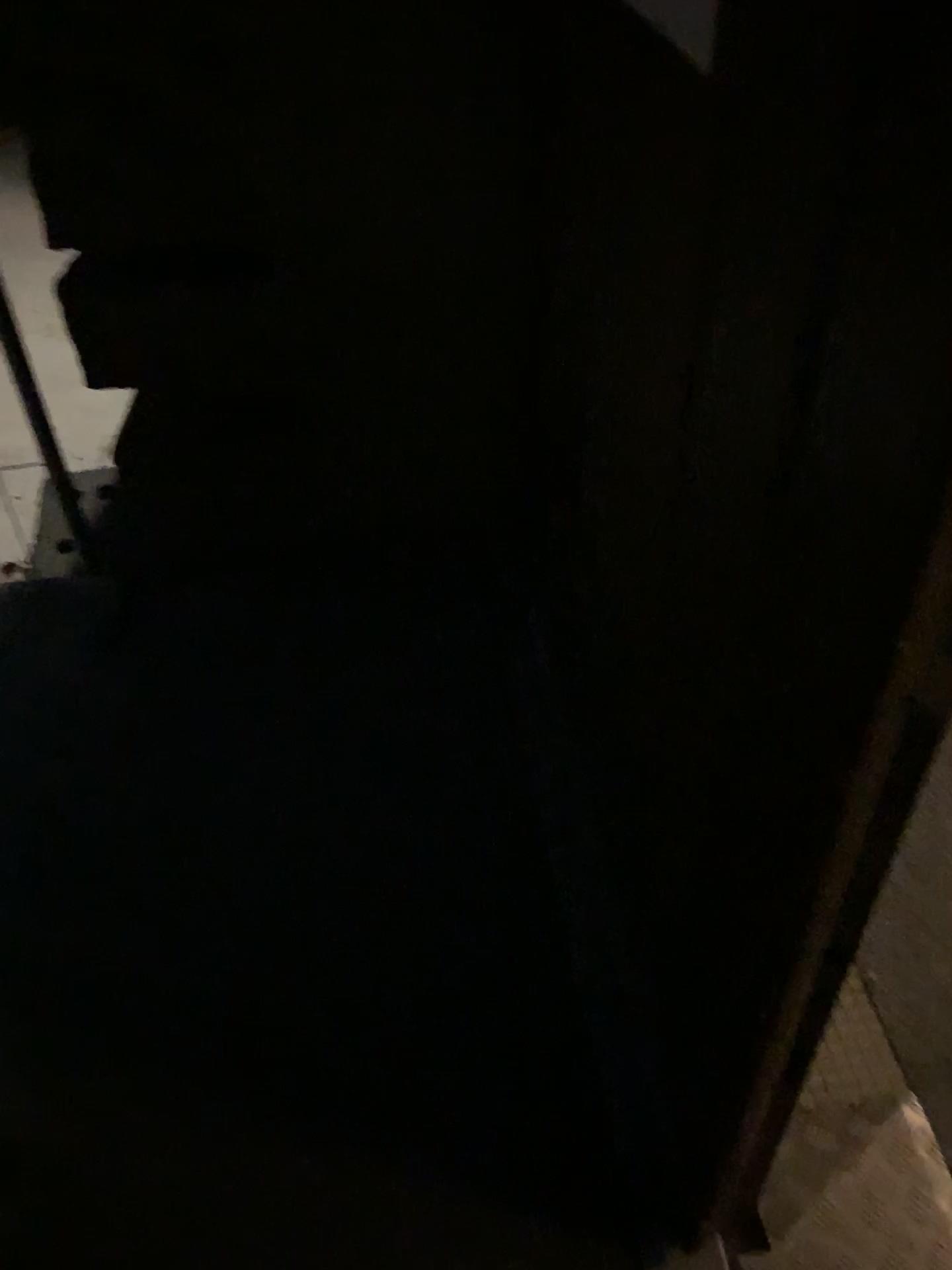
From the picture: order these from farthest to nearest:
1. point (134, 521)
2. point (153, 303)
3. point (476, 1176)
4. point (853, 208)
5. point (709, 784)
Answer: point (134, 521) < point (153, 303) < point (476, 1176) < point (709, 784) < point (853, 208)
